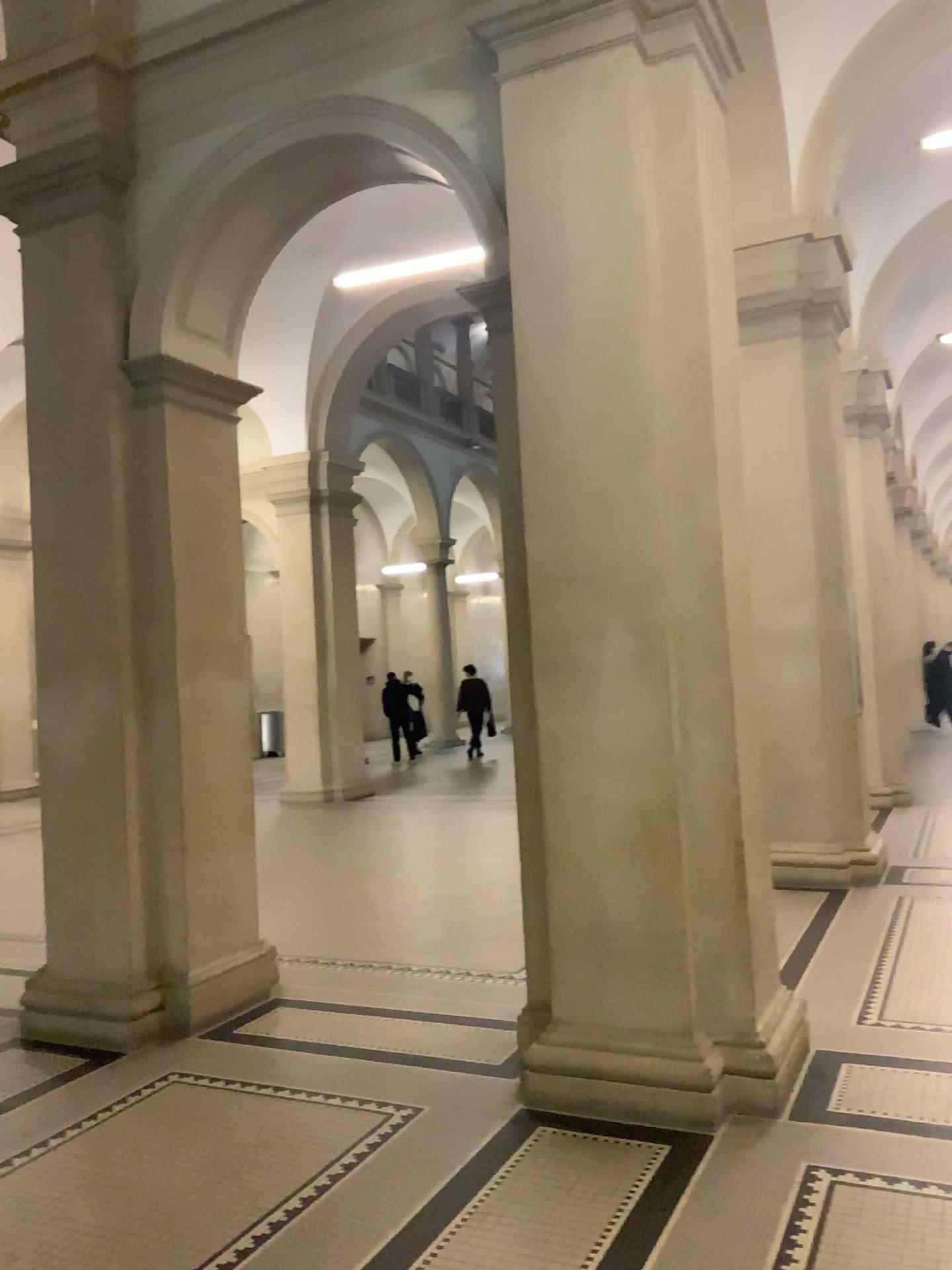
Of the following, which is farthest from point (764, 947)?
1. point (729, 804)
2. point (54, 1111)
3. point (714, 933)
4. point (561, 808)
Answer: point (54, 1111)

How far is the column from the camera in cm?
384

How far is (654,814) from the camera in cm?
384
